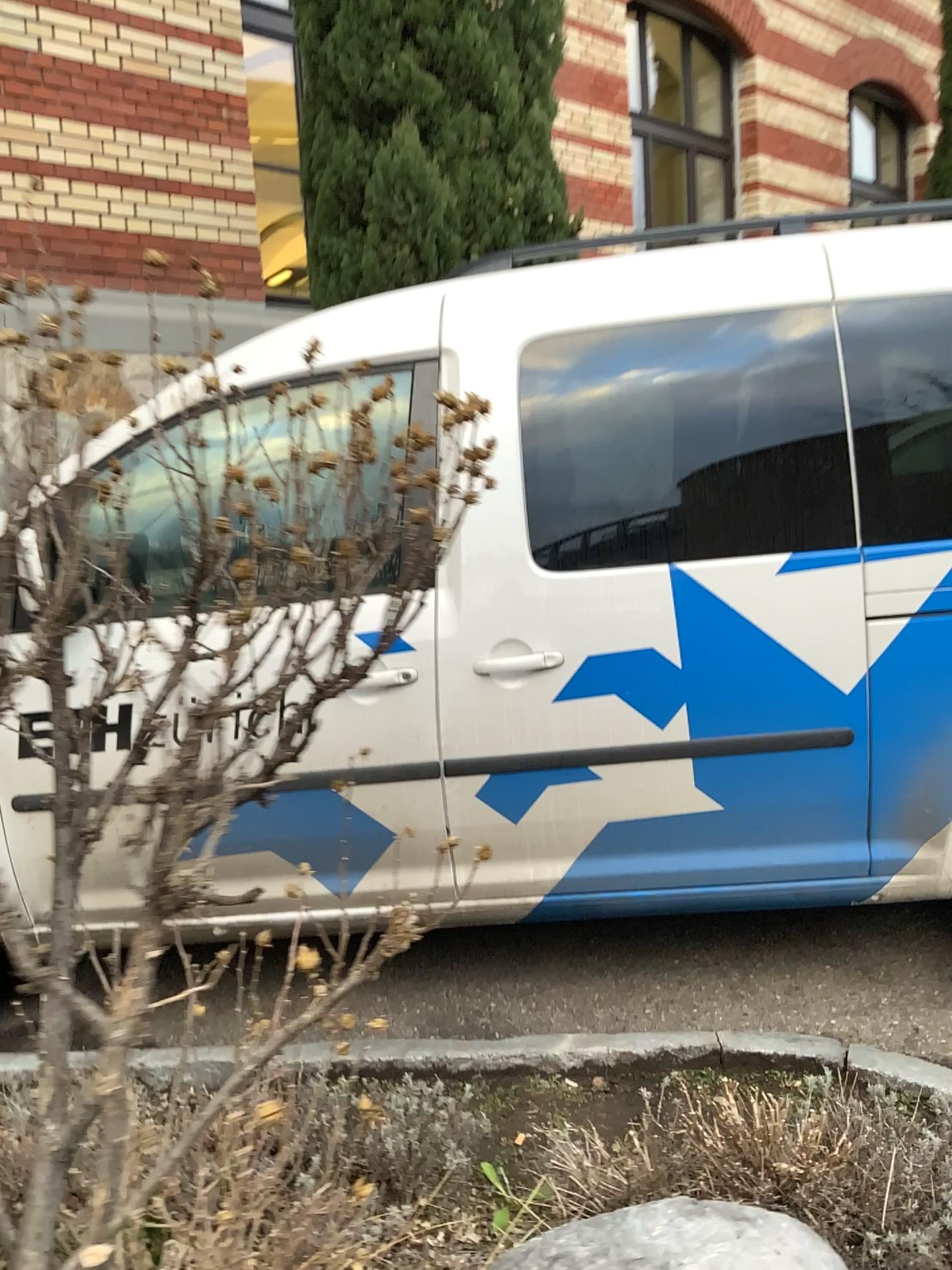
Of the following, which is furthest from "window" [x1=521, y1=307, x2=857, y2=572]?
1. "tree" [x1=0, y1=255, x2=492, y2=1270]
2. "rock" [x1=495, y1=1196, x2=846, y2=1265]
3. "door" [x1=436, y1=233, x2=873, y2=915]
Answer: "rock" [x1=495, y1=1196, x2=846, y2=1265]

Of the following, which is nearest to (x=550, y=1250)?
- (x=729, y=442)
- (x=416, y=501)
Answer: (x=416, y=501)

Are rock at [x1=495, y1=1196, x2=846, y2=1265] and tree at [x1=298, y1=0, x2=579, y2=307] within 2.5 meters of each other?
no

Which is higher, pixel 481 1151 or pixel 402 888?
pixel 402 888

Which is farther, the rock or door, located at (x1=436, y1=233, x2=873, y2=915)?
door, located at (x1=436, y1=233, x2=873, y2=915)

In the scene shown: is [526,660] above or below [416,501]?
below

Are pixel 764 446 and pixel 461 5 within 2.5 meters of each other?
no

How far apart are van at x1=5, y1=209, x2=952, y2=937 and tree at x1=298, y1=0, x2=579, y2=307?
2.06m

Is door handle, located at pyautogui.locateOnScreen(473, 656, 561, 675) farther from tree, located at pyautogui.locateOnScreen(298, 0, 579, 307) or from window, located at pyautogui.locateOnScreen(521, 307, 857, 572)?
tree, located at pyautogui.locateOnScreen(298, 0, 579, 307)

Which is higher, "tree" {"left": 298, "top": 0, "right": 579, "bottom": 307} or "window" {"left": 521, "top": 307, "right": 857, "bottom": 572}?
"tree" {"left": 298, "top": 0, "right": 579, "bottom": 307}
